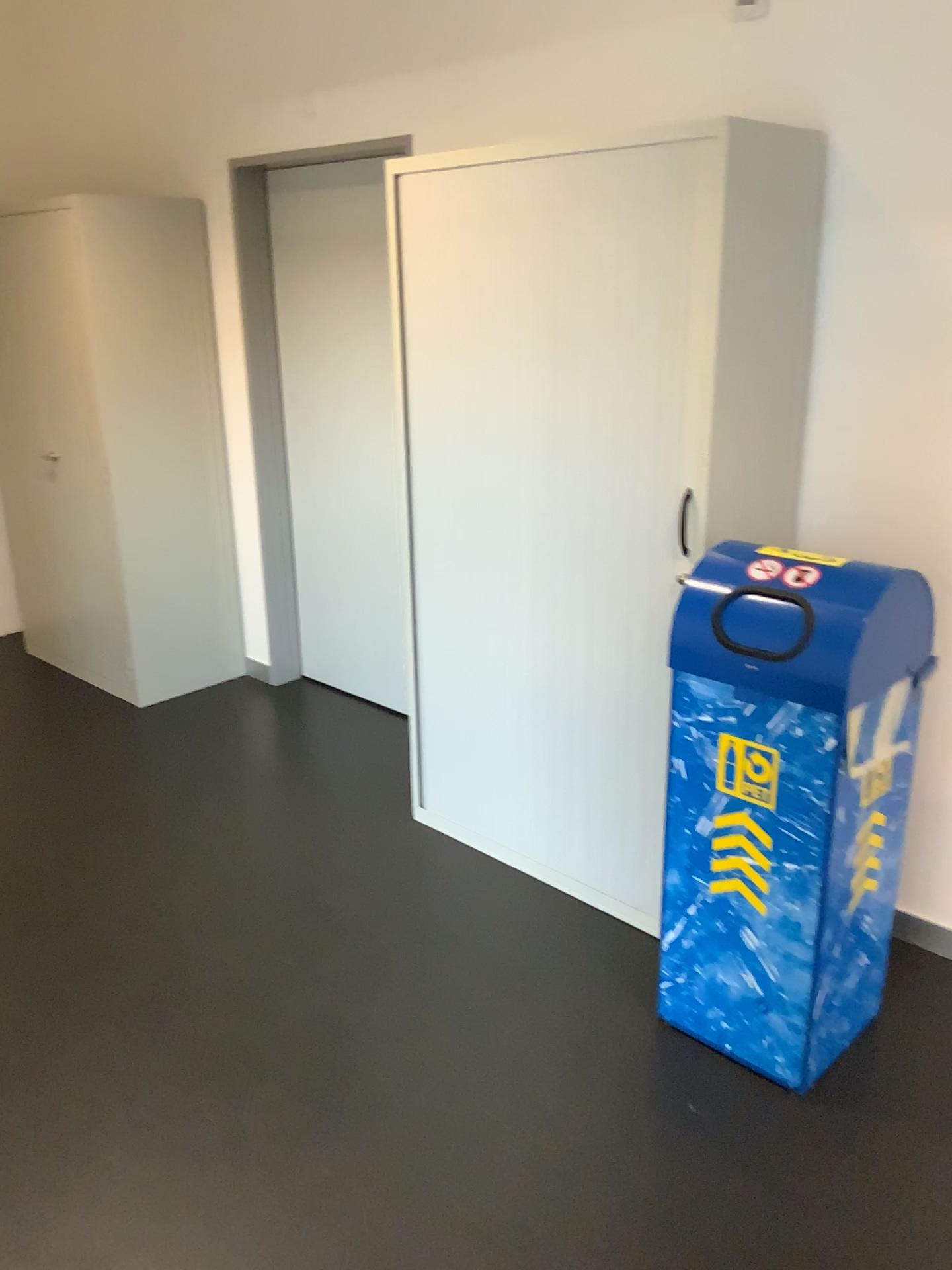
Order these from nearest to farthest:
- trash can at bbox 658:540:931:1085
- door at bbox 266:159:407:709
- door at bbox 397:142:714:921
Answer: trash can at bbox 658:540:931:1085 → door at bbox 397:142:714:921 → door at bbox 266:159:407:709

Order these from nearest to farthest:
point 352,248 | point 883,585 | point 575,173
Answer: point 883,585 < point 575,173 < point 352,248

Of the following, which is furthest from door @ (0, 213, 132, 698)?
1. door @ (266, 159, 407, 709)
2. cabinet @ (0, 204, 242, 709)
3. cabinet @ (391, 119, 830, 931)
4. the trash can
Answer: the trash can

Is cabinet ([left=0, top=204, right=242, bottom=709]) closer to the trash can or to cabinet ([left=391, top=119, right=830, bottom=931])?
cabinet ([left=391, top=119, right=830, bottom=931])

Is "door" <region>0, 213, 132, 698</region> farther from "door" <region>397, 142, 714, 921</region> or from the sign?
the sign

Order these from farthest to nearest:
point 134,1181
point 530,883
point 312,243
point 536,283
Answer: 1. point 312,243
2. point 530,883
3. point 536,283
4. point 134,1181

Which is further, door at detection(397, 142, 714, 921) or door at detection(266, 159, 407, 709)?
door at detection(266, 159, 407, 709)

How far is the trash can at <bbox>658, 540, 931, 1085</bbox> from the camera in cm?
196

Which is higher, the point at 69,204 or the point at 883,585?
the point at 69,204

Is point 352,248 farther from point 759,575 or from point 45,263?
point 759,575
